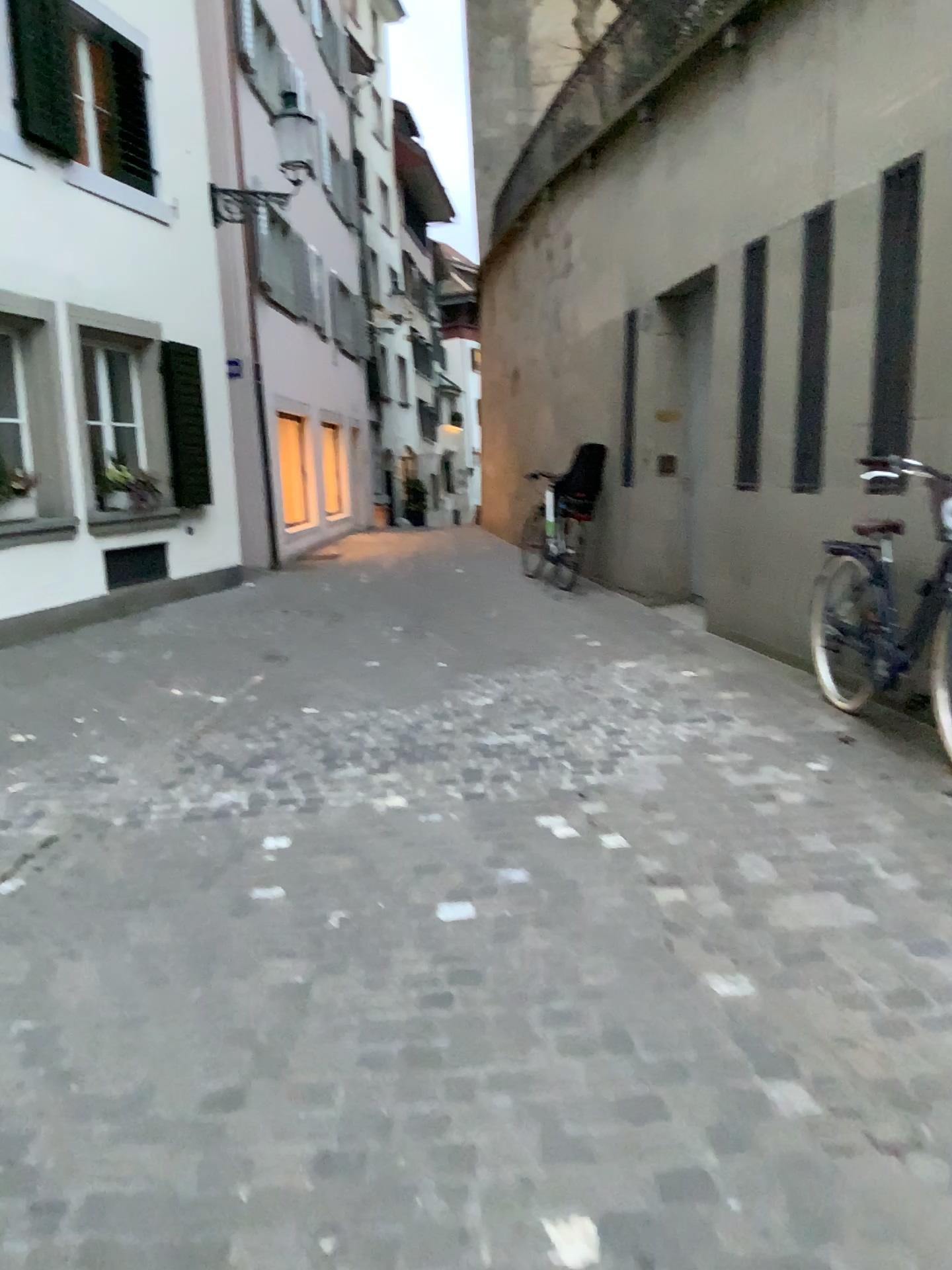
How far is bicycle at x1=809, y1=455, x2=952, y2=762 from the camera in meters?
4.4

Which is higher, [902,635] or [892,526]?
[892,526]

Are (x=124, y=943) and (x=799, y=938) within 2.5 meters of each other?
yes

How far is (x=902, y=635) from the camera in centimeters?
435cm
